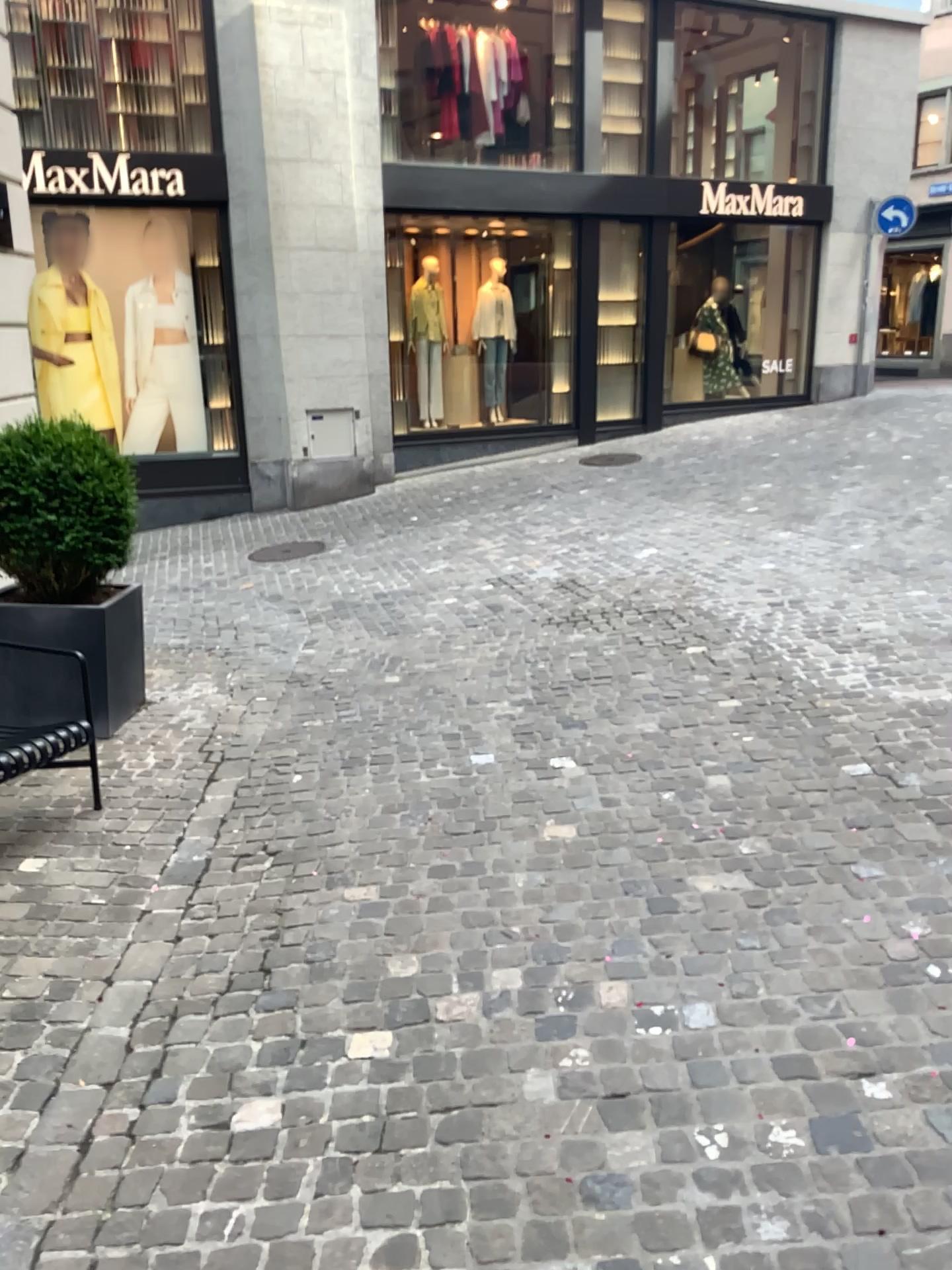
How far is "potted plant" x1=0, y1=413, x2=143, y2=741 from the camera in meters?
4.5

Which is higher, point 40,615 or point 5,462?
point 5,462

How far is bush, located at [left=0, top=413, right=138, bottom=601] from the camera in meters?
4.5

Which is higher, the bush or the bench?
the bush

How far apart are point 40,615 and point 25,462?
0.7 meters

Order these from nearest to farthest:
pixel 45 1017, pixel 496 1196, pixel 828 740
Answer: pixel 496 1196
pixel 45 1017
pixel 828 740

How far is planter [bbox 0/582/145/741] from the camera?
4.6m

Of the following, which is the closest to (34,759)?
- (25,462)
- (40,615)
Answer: (40,615)
